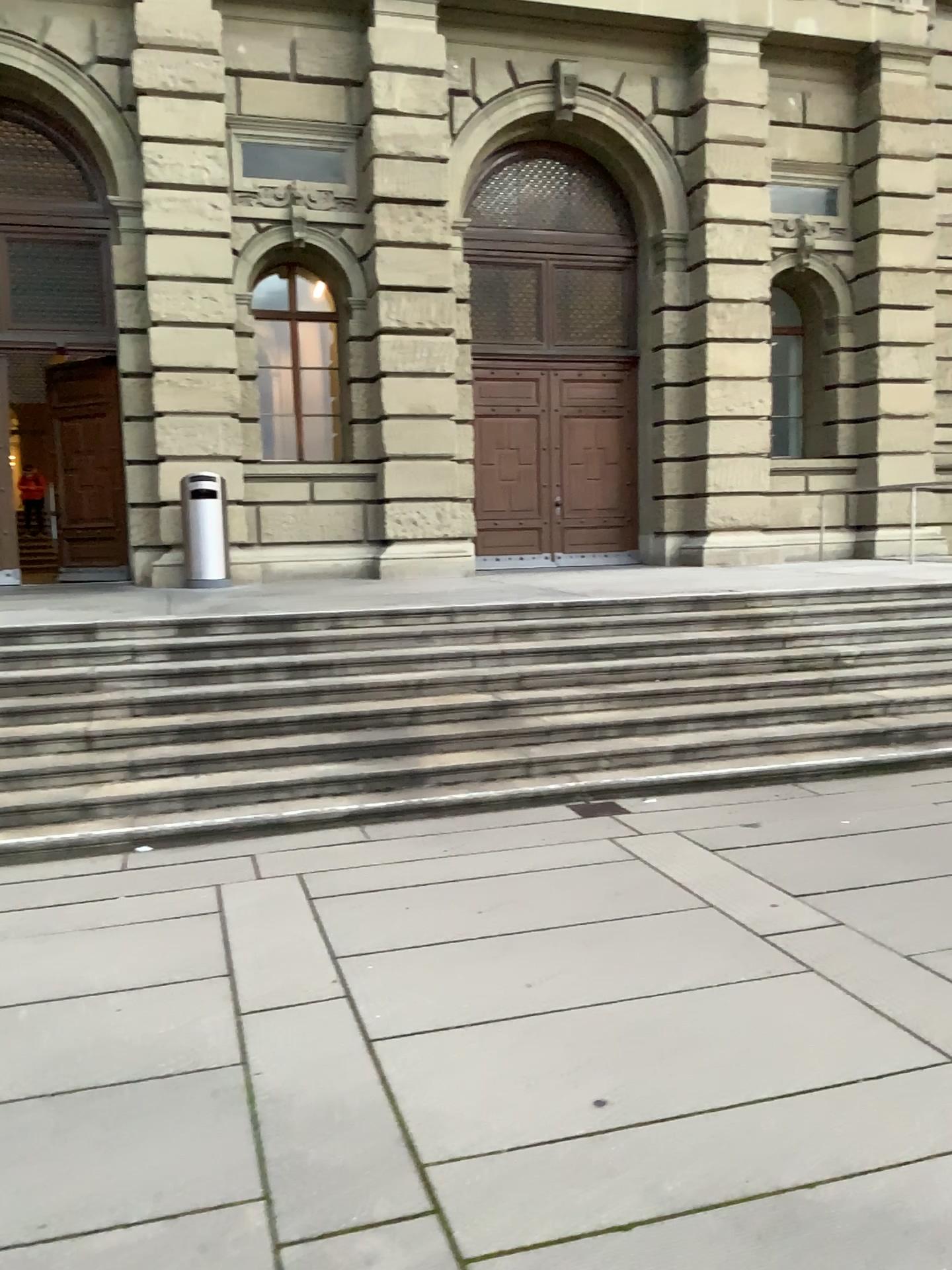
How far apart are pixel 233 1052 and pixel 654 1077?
1.34m
